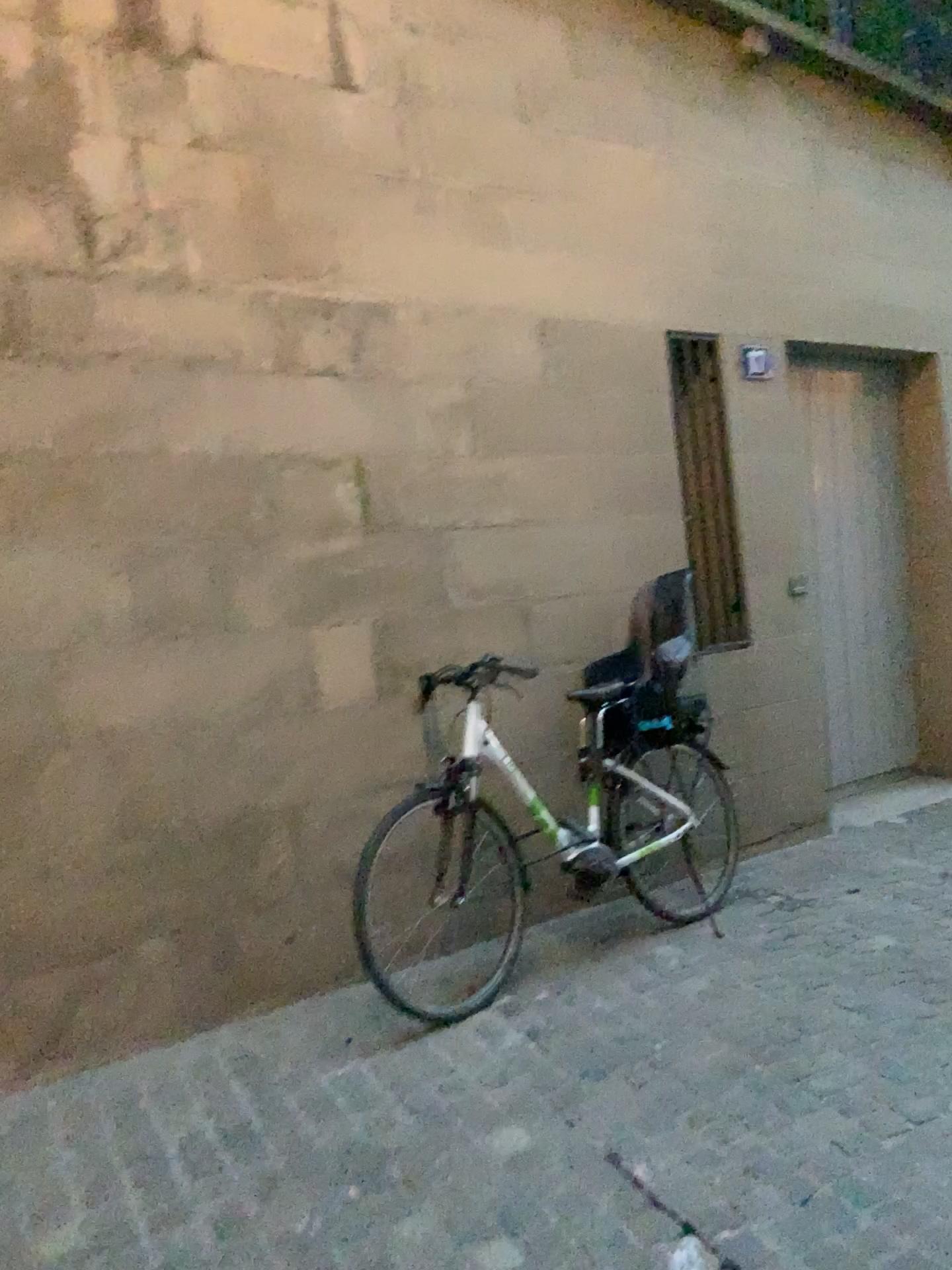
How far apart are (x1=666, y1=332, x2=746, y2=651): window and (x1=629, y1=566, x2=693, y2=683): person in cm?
32

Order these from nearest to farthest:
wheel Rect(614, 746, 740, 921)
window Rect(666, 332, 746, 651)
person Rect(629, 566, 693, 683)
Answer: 1. wheel Rect(614, 746, 740, 921)
2. person Rect(629, 566, 693, 683)
3. window Rect(666, 332, 746, 651)

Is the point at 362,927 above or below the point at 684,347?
below

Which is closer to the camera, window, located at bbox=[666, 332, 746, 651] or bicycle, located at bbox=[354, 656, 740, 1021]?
bicycle, located at bbox=[354, 656, 740, 1021]

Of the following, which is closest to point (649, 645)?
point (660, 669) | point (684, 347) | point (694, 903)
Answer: point (660, 669)

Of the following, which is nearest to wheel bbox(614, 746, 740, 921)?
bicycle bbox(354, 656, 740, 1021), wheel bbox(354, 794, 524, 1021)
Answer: bicycle bbox(354, 656, 740, 1021)

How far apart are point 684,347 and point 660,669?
1.60m

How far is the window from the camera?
4.8 meters

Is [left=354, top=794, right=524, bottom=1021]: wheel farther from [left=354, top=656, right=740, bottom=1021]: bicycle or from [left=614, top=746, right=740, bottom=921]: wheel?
[left=614, top=746, right=740, bottom=921]: wheel

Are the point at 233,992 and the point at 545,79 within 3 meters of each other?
no
